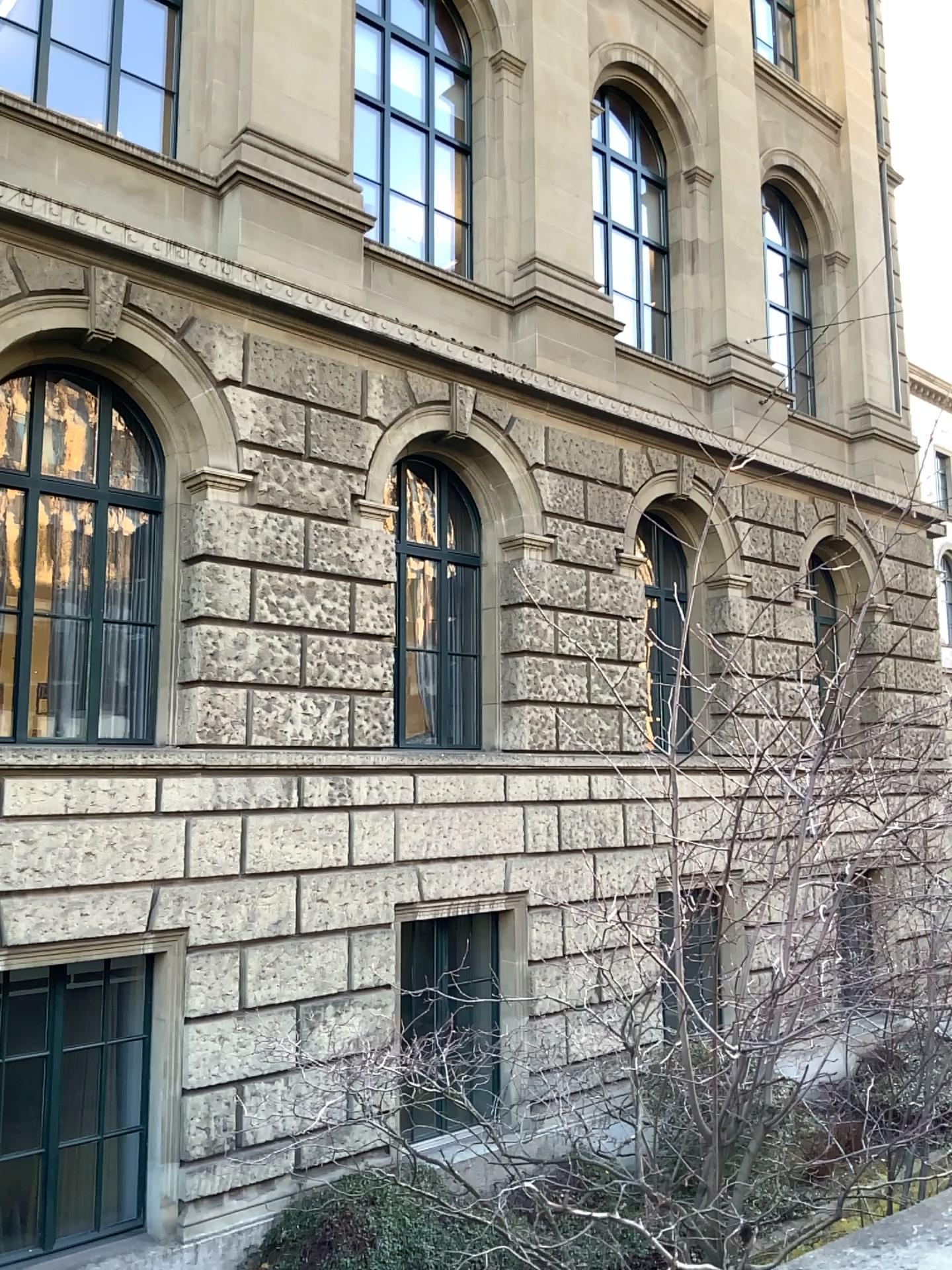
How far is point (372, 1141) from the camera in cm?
241
